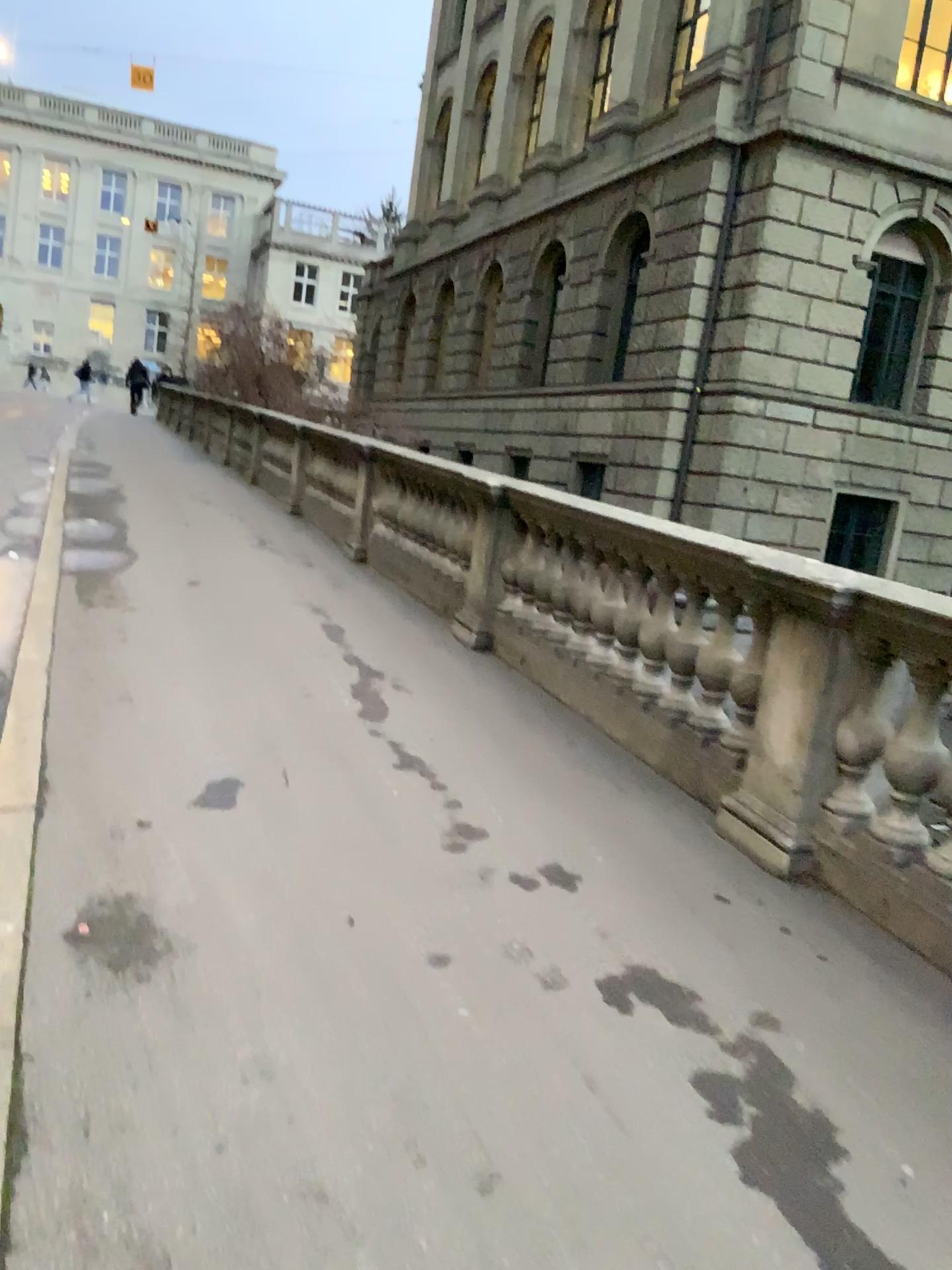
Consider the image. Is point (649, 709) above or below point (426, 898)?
above
